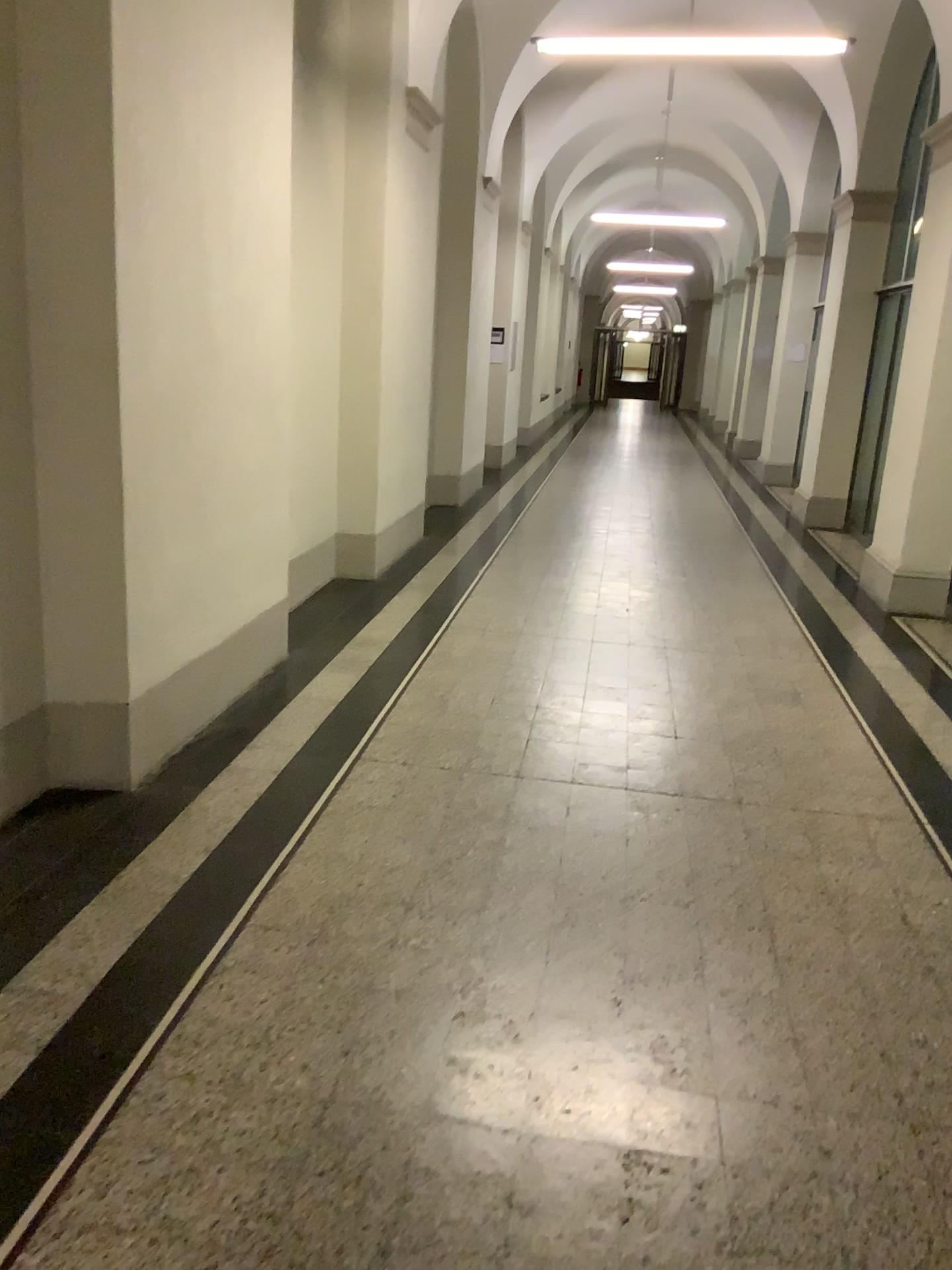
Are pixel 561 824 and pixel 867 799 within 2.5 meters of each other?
yes
